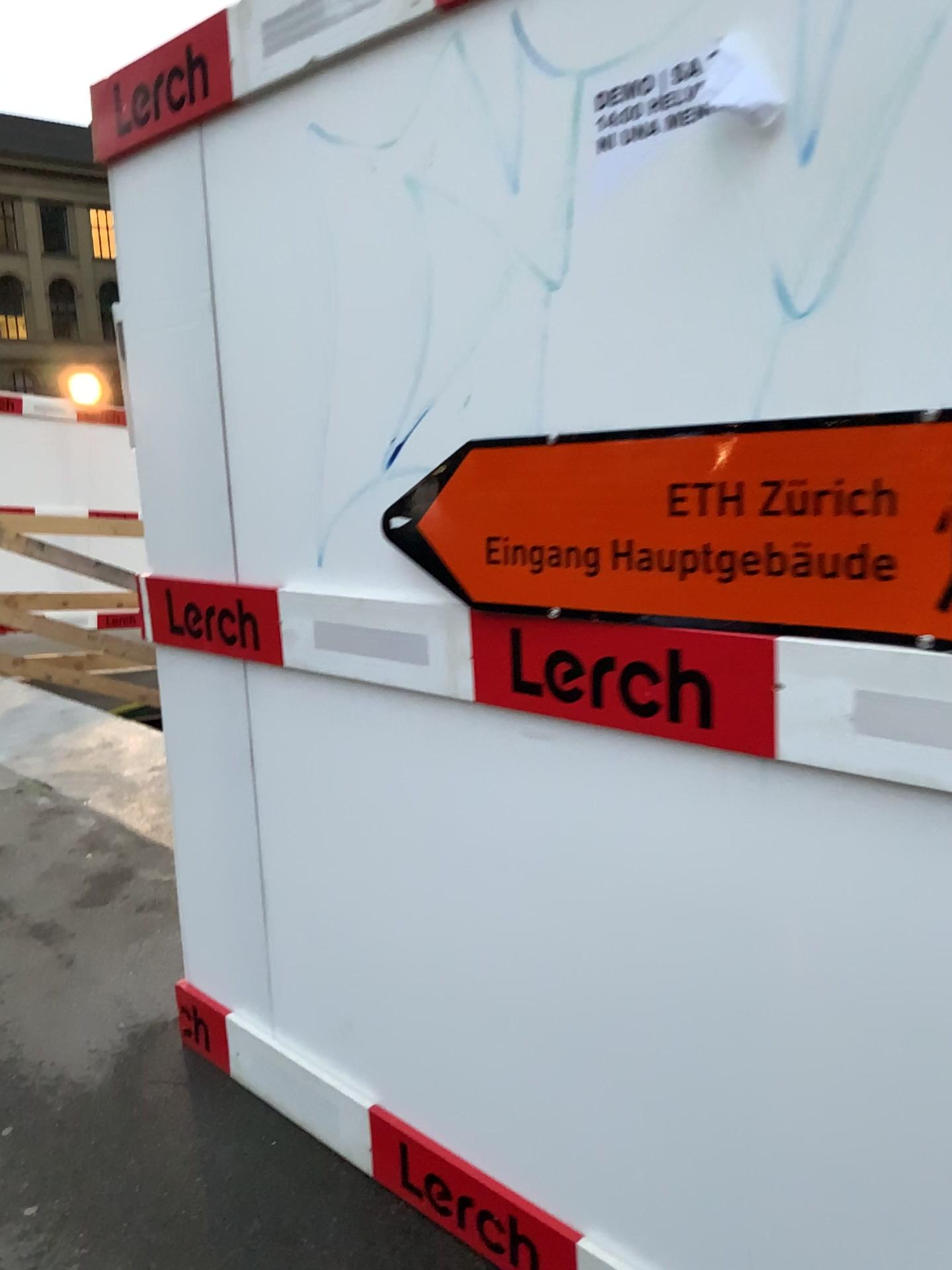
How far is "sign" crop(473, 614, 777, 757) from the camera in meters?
1.3 m

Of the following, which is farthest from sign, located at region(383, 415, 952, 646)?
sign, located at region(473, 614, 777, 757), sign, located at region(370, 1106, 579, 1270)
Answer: sign, located at region(370, 1106, 579, 1270)

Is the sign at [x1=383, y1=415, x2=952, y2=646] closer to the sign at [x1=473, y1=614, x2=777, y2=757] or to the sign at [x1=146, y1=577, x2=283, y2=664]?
the sign at [x1=473, y1=614, x2=777, y2=757]

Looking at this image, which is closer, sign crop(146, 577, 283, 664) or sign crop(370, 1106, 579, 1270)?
sign crop(370, 1106, 579, 1270)

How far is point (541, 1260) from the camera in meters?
1.7

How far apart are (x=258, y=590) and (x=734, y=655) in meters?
1.0 m

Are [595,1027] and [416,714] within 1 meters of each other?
yes

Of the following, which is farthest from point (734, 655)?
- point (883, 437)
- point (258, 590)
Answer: point (258, 590)

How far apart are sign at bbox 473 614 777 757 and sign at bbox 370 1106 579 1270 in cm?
85

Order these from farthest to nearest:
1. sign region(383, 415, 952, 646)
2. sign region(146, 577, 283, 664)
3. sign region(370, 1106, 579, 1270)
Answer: sign region(146, 577, 283, 664) → sign region(370, 1106, 579, 1270) → sign region(383, 415, 952, 646)
